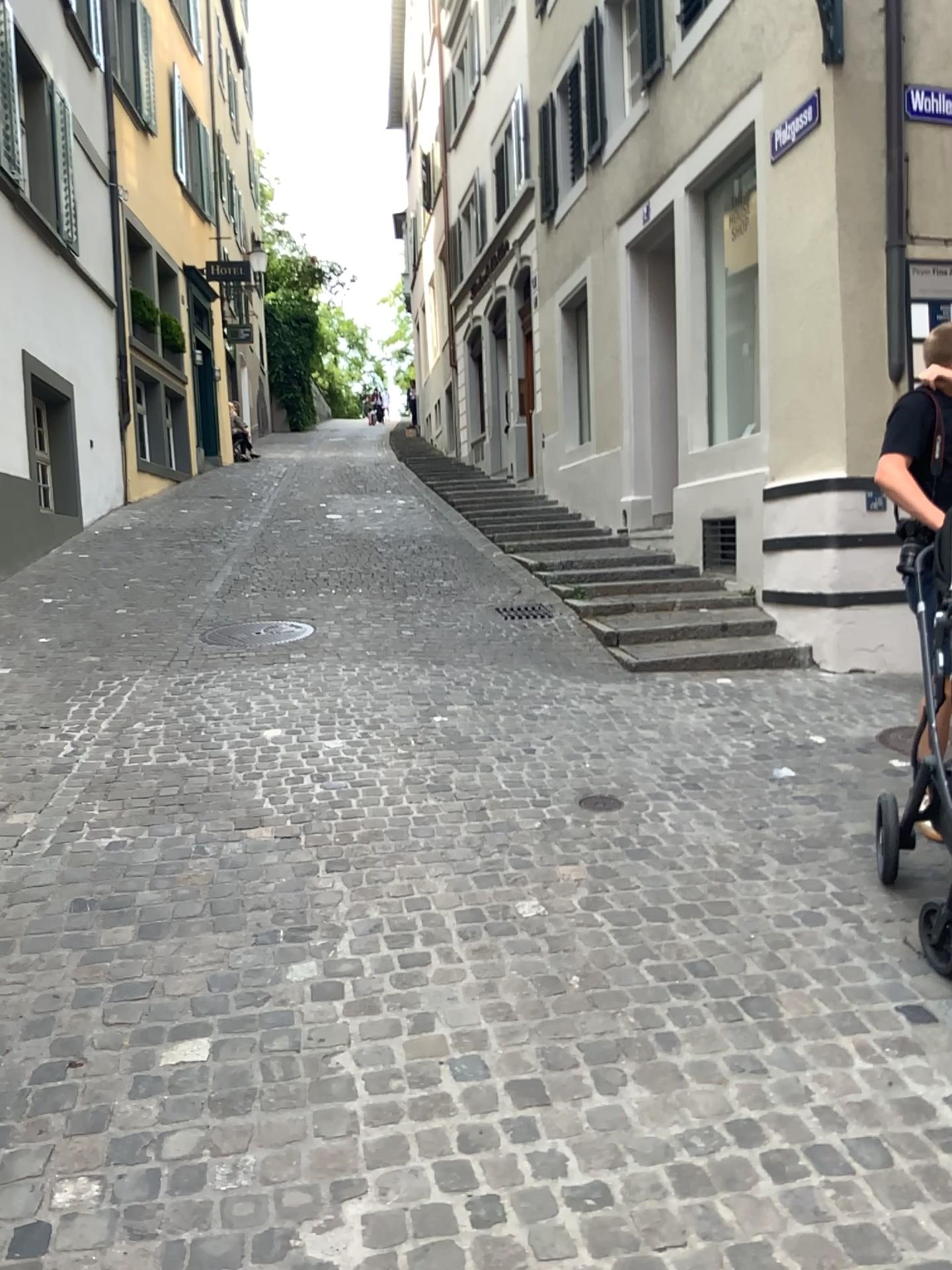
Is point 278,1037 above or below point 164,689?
below
